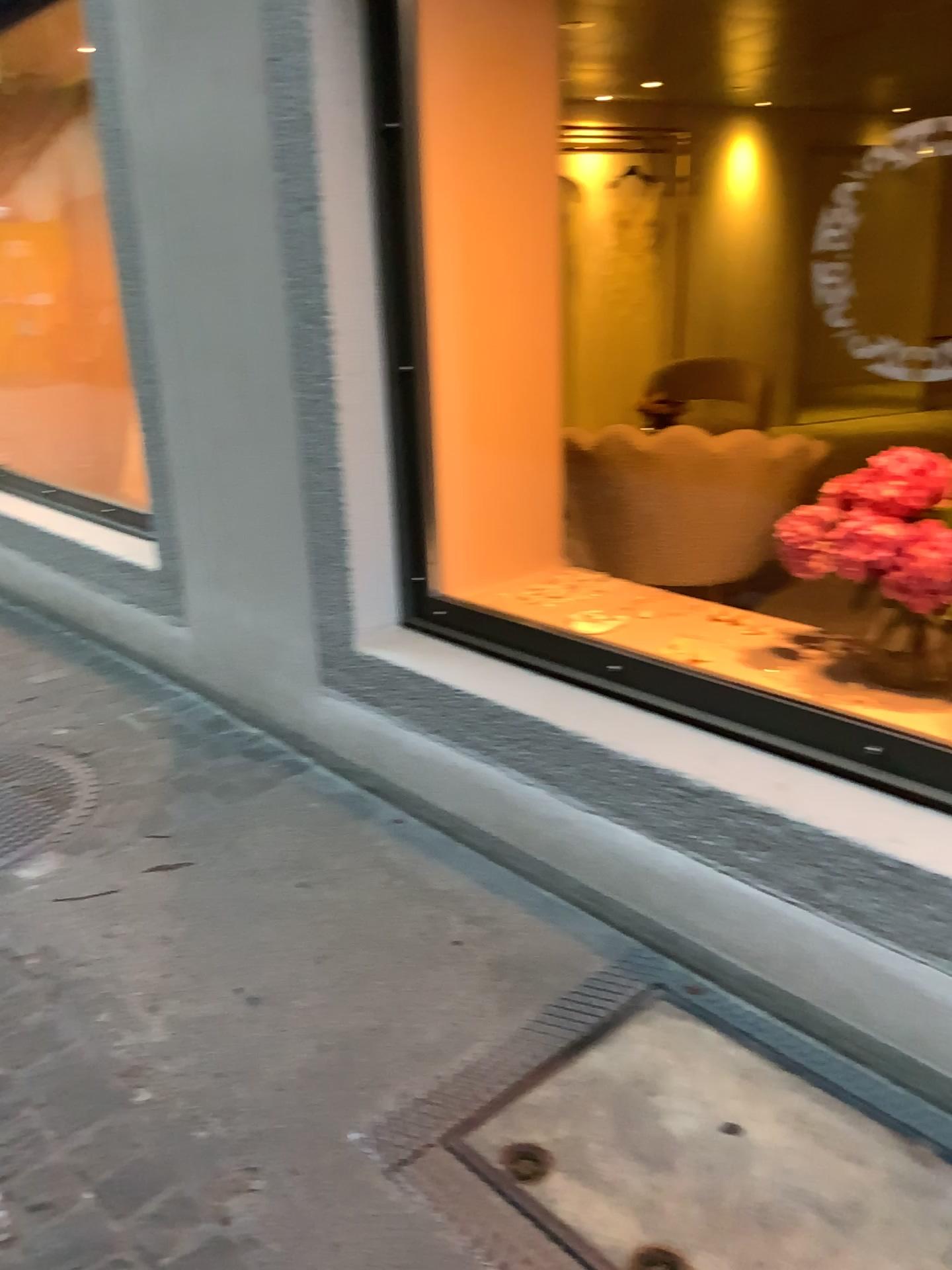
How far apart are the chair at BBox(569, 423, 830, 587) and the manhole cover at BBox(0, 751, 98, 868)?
1.8 meters

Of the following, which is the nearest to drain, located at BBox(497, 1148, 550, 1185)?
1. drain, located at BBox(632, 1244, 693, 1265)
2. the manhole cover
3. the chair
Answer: drain, located at BBox(632, 1244, 693, 1265)

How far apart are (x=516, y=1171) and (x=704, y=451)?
2.20m

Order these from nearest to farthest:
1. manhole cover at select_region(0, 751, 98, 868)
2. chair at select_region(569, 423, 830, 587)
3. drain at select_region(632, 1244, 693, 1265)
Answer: drain at select_region(632, 1244, 693, 1265) < manhole cover at select_region(0, 751, 98, 868) < chair at select_region(569, 423, 830, 587)

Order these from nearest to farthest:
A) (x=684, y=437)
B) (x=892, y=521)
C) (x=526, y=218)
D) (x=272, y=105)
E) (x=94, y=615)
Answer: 1. (x=892, y=521)
2. (x=272, y=105)
3. (x=526, y=218)
4. (x=684, y=437)
5. (x=94, y=615)

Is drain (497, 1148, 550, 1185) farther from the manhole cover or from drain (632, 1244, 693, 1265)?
the manhole cover

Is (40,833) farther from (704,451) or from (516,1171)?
(704,451)

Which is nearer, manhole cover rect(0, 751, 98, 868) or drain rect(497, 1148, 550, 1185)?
drain rect(497, 1148, 550, 1185)

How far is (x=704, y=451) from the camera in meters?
3.1 m

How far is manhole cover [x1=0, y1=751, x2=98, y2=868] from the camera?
2.4m
